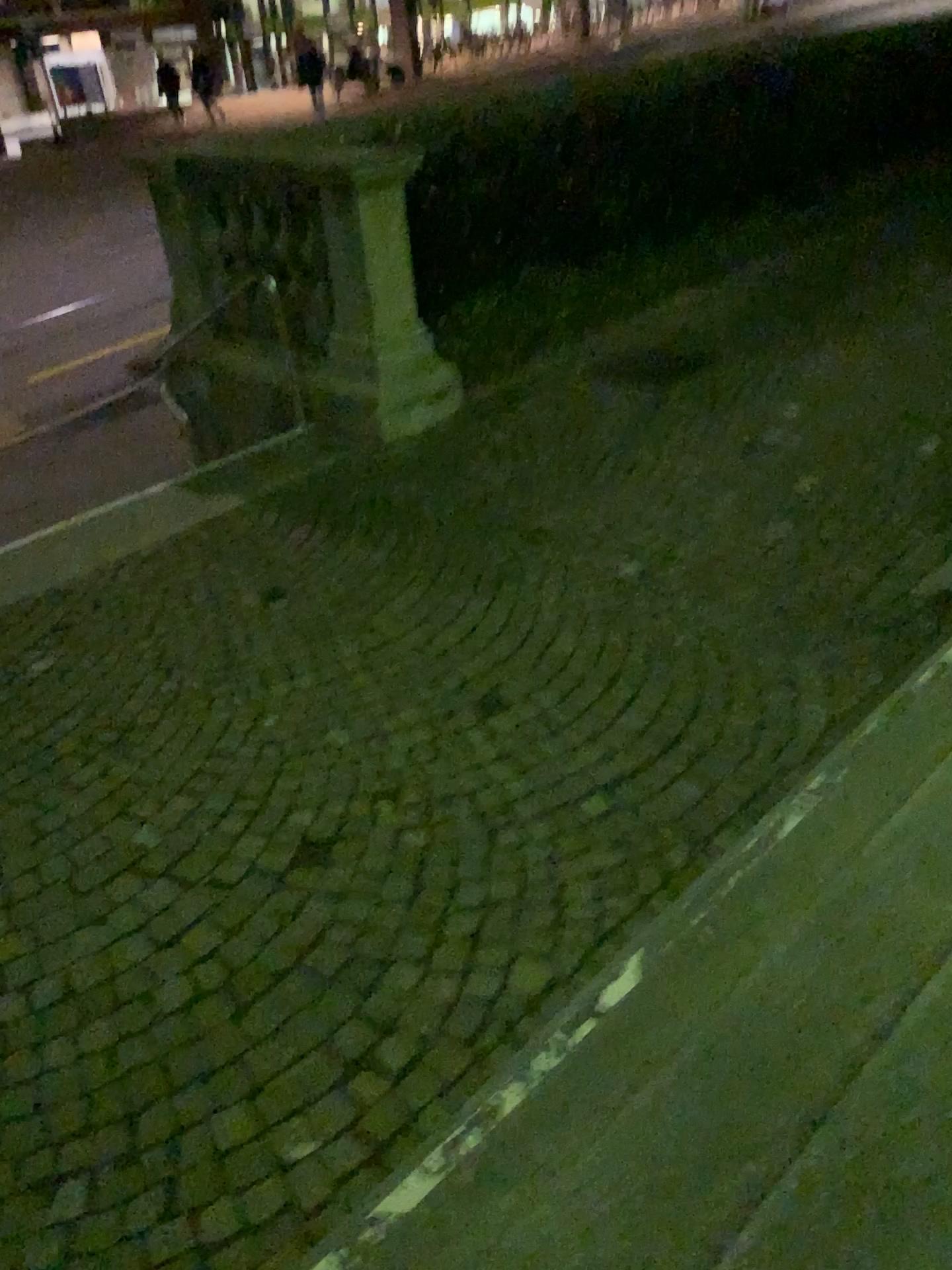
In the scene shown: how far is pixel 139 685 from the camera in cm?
398
